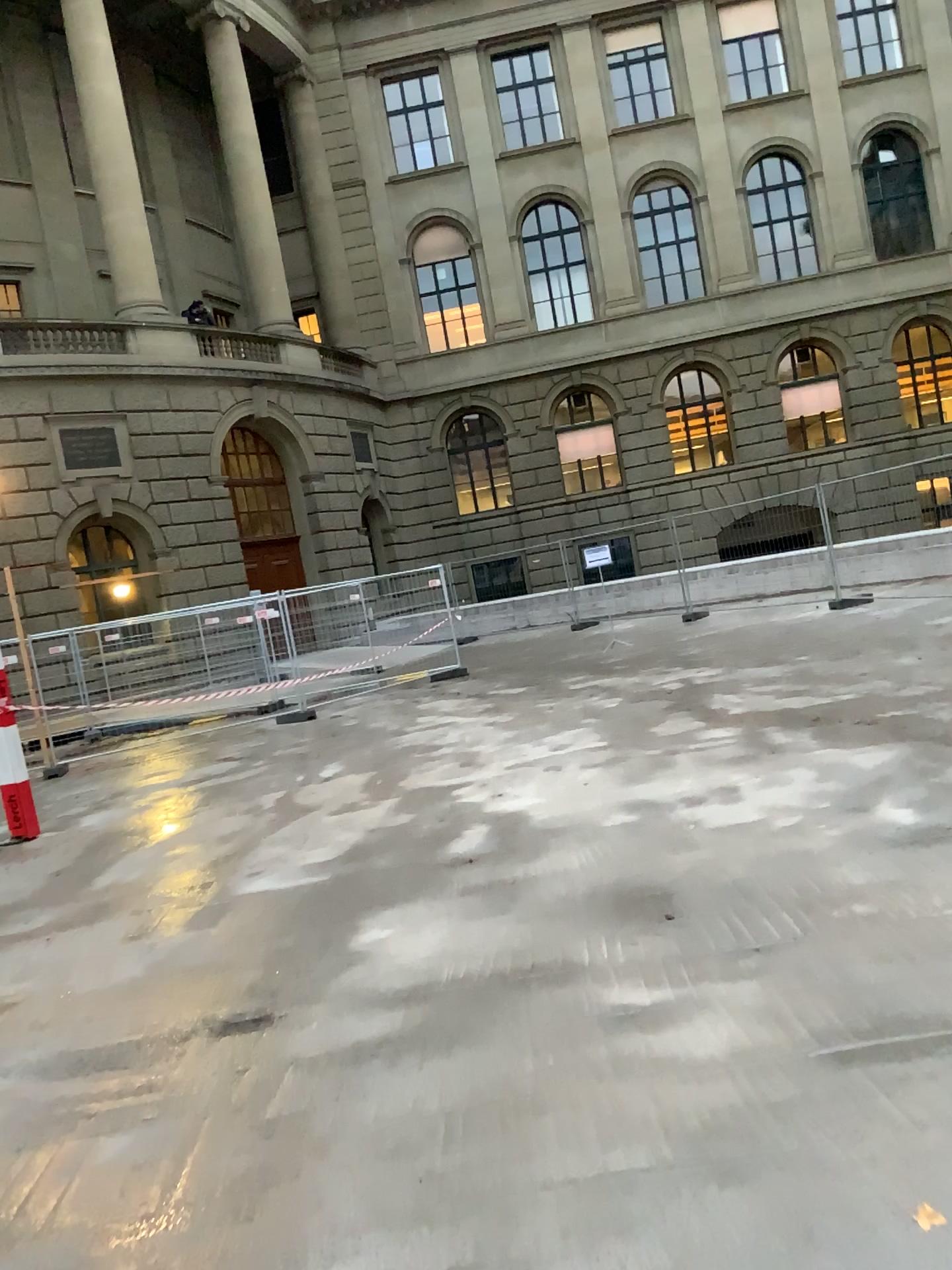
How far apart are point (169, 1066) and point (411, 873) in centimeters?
196cm
